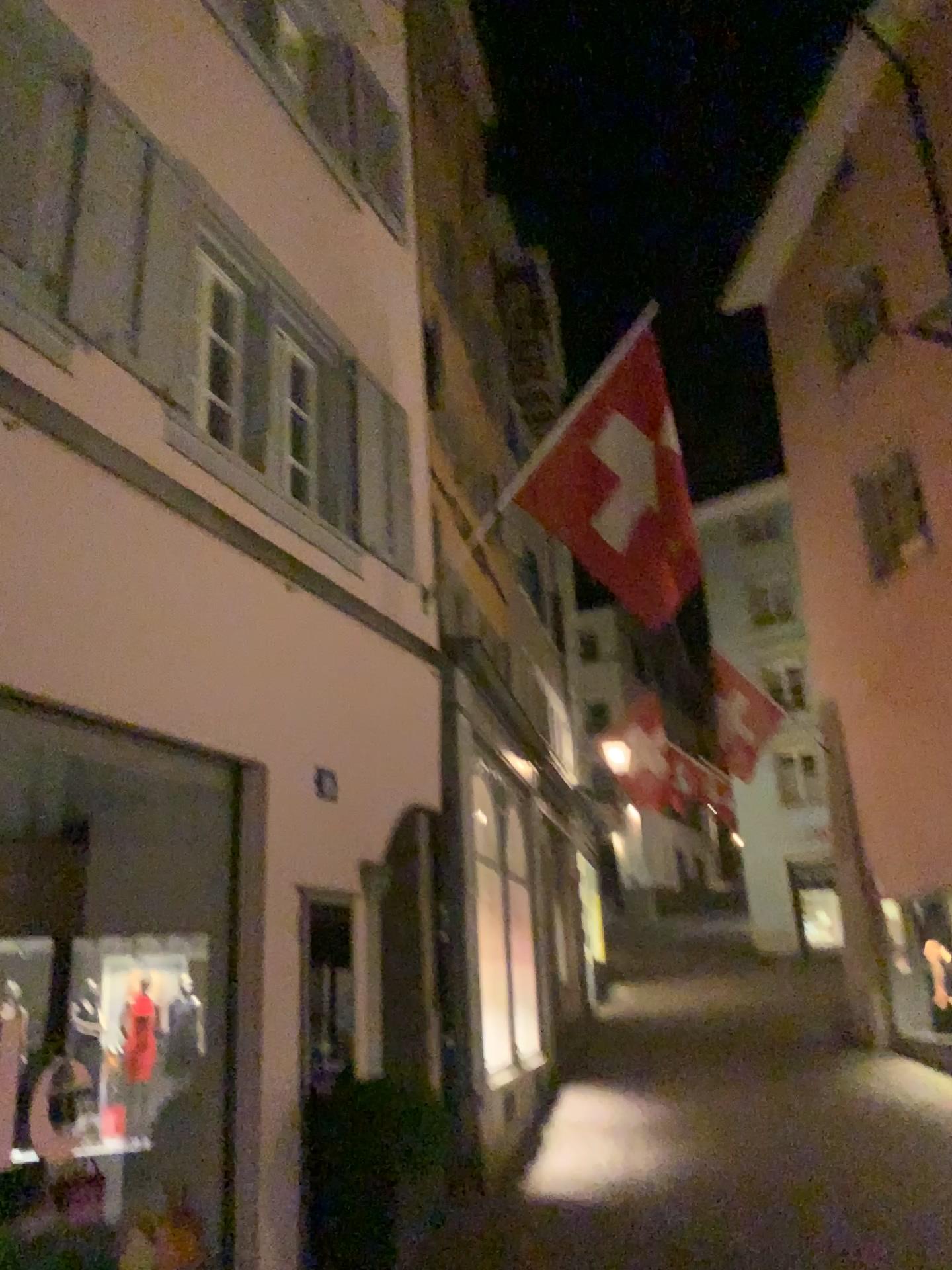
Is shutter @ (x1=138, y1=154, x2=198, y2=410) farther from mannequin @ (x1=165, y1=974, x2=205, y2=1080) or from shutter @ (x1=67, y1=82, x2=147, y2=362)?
mannequin @ (x1=165, y1=974, x2=205, y2=1080)

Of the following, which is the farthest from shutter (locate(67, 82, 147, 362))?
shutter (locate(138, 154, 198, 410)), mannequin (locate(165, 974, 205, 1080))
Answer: mannequin (locate(165, 974, 205, 1080))

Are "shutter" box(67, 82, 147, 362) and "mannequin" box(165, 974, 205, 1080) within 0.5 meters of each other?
no

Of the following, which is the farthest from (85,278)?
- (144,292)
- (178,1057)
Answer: (178,1057)

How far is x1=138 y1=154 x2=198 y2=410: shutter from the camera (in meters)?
4.57

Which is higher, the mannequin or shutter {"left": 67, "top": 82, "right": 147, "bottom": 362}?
shutter {"left": 67, "top": 82, "right": 147, "bottom": 362}

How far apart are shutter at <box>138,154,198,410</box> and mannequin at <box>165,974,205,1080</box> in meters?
2.6 m

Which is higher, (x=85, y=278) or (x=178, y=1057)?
(x=85, y=278)

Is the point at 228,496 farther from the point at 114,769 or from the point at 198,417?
the point at 114,769

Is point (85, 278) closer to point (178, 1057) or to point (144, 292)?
point (144, 292)
